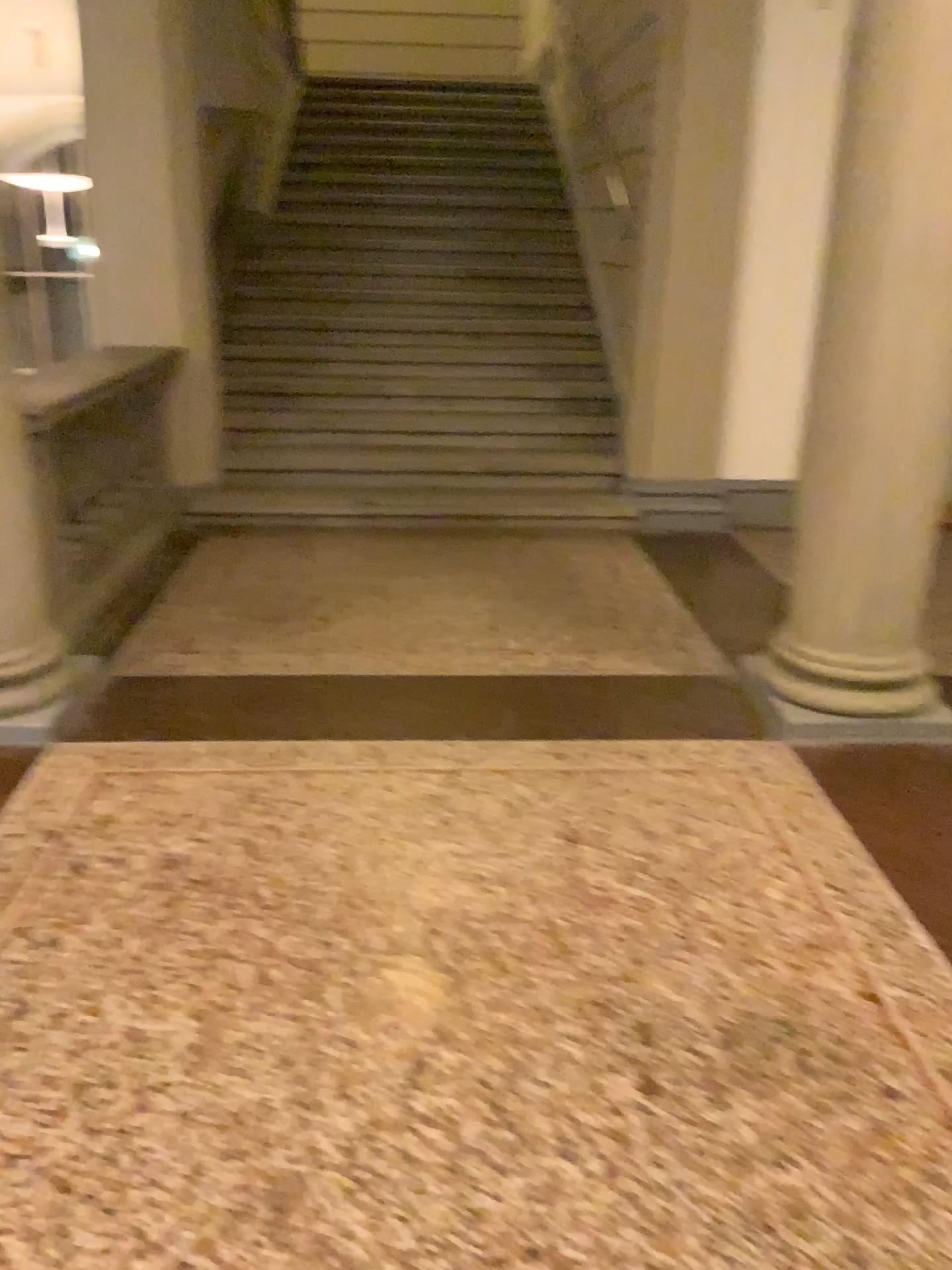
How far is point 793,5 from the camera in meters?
2.8

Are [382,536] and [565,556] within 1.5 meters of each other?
yes

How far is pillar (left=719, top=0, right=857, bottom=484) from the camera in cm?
281
